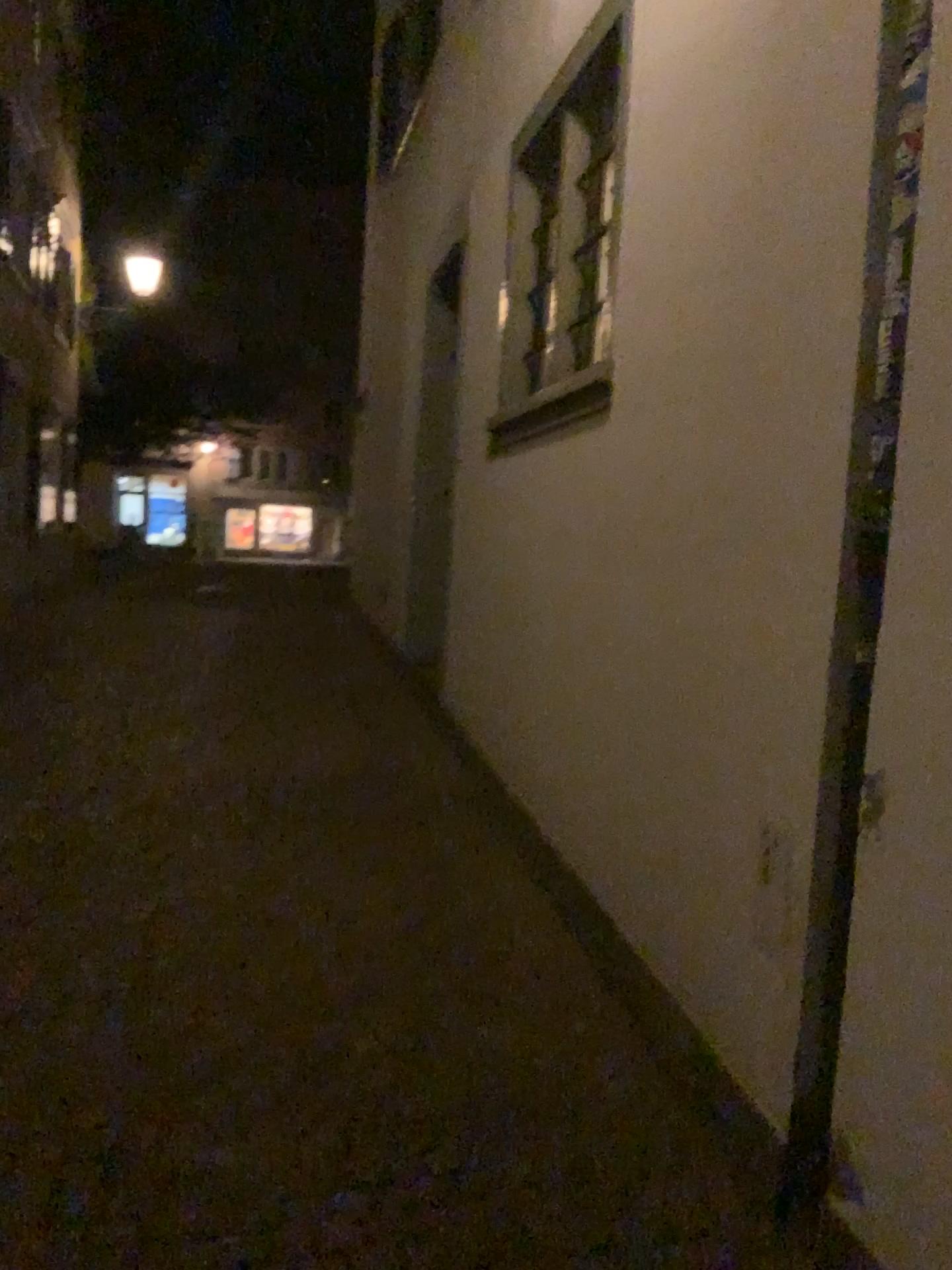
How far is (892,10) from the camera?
1.94m

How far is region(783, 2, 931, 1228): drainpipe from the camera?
1.9 meters

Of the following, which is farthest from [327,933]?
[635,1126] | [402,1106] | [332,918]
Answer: [635,1126]
